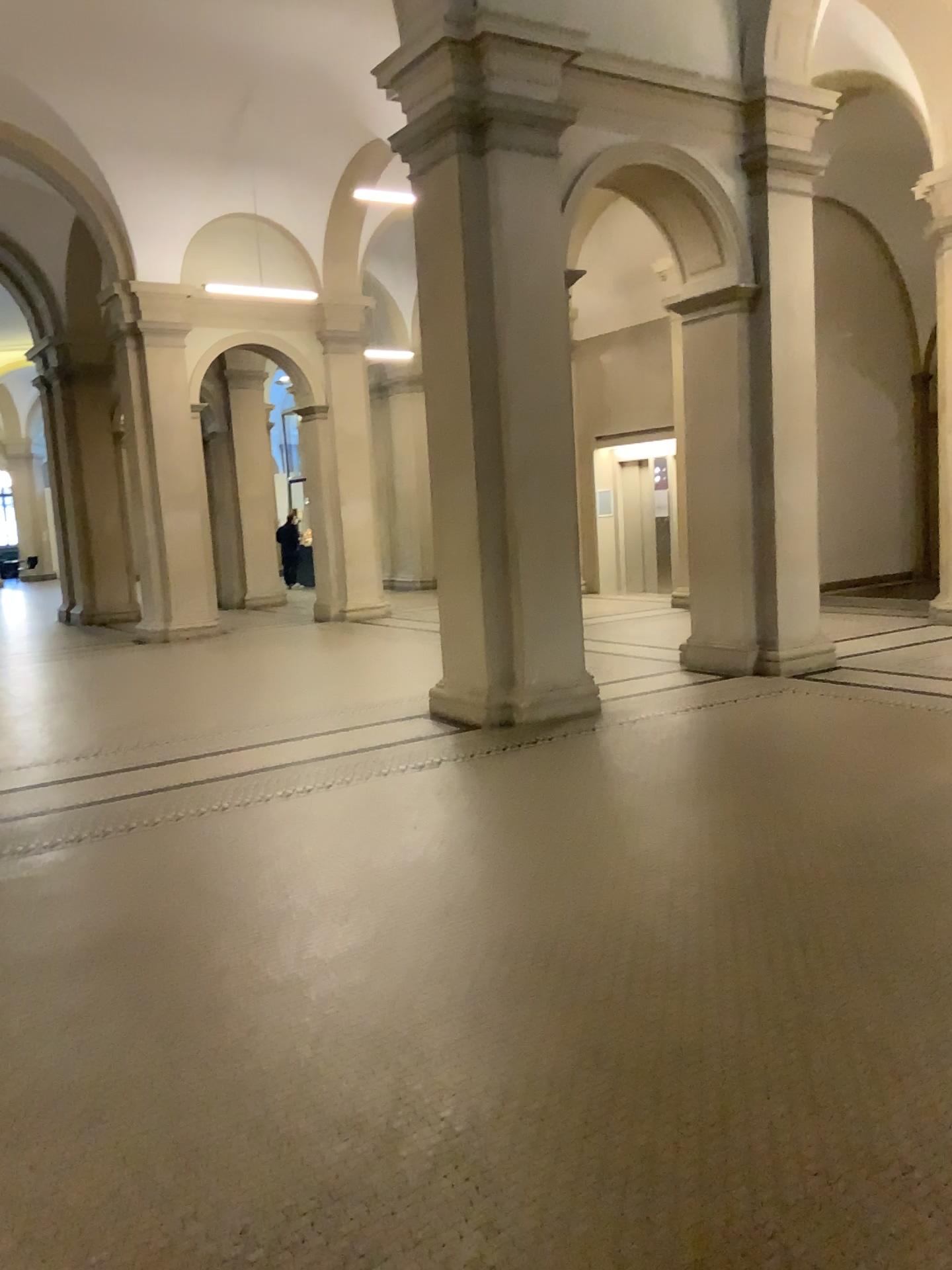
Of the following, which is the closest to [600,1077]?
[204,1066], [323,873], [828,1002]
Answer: [828,1002]
